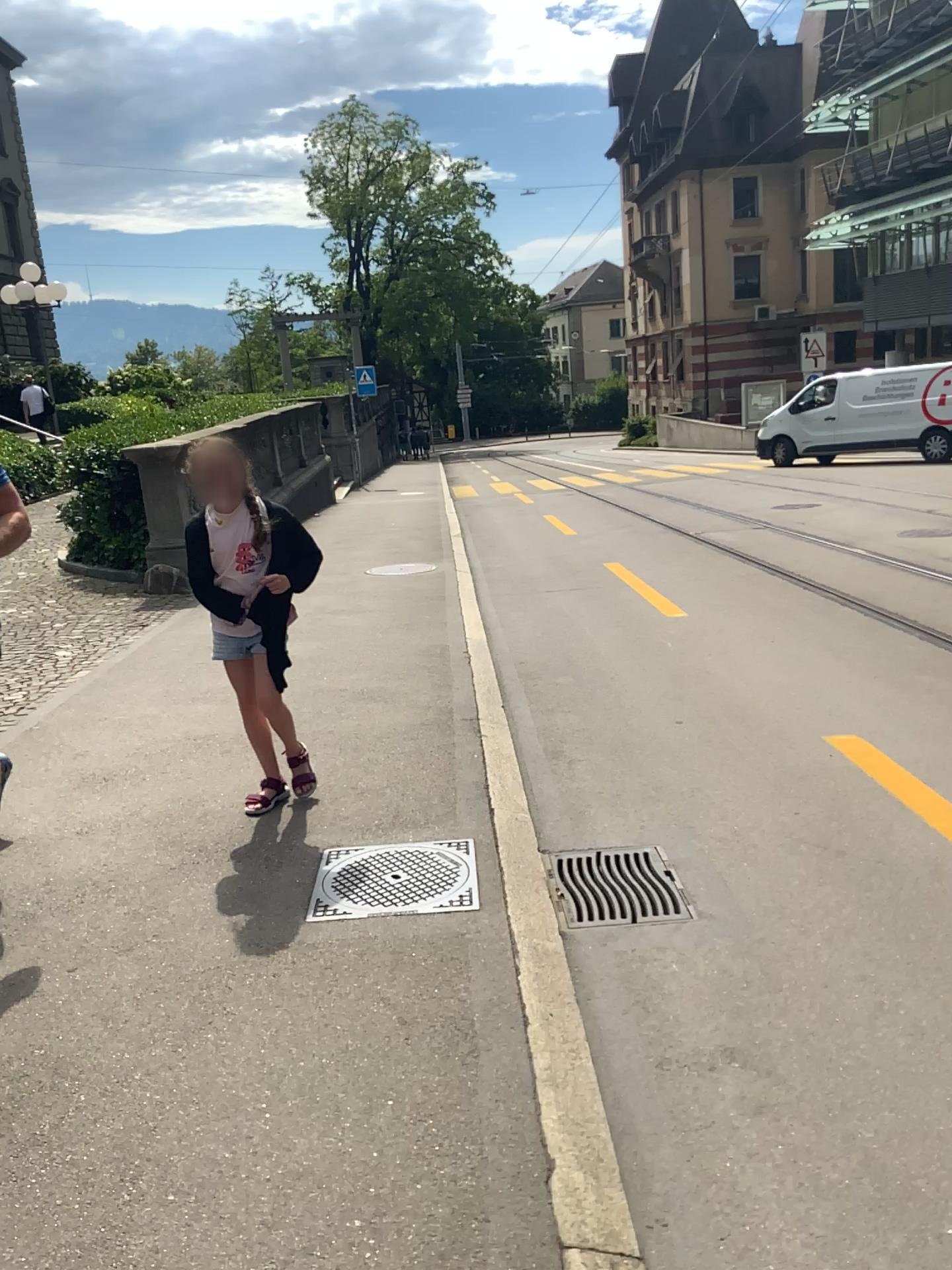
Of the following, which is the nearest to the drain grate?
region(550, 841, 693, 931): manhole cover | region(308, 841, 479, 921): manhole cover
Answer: region(550, 841, 693, 931): manhole cover

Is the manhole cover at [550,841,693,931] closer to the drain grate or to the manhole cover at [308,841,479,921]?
the drain grate

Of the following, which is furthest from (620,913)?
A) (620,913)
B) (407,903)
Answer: (407,903)

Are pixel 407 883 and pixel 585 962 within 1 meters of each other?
yes

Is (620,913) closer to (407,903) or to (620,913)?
(620,913)
